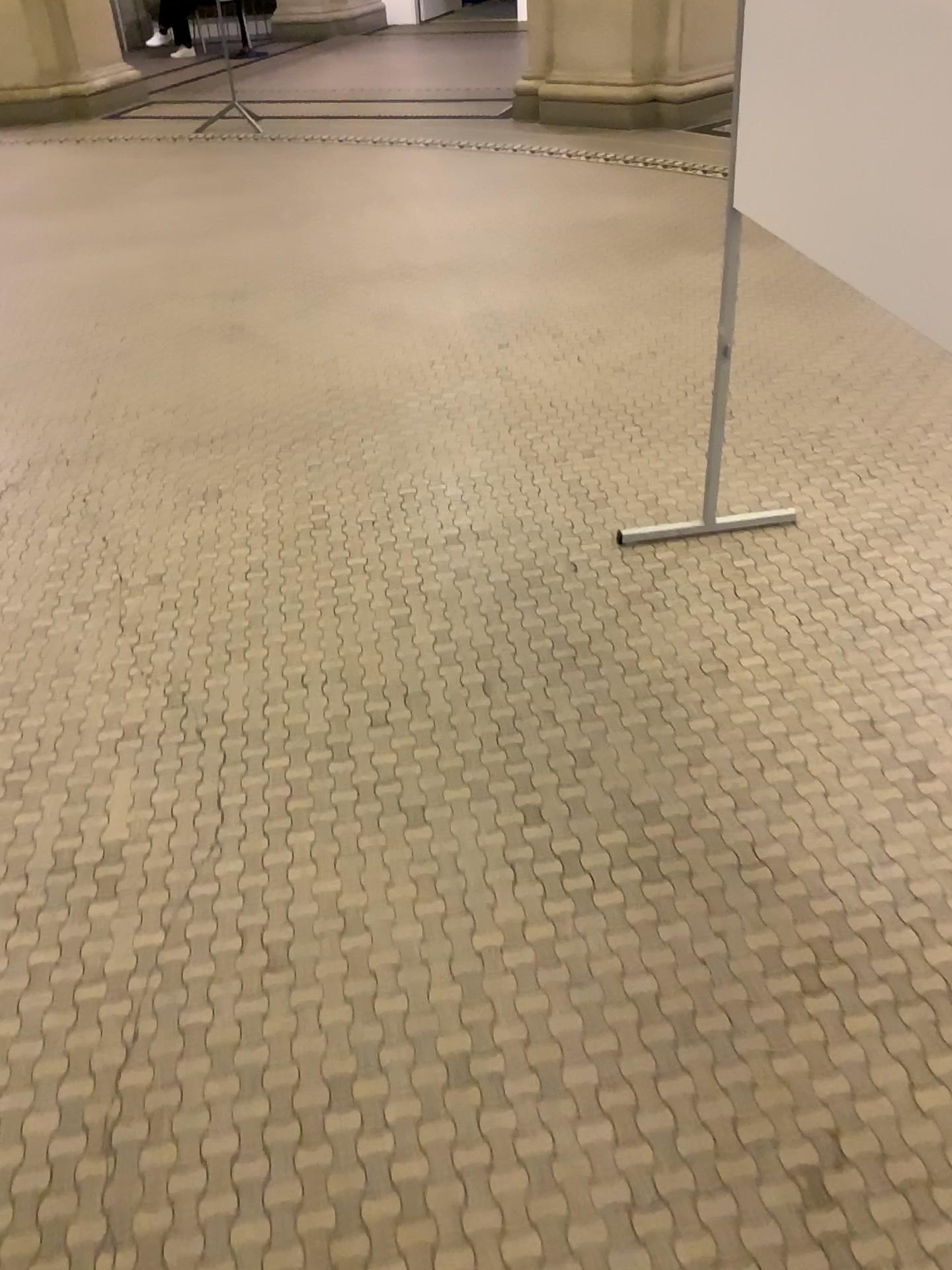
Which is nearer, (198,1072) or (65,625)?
(198,1072)
